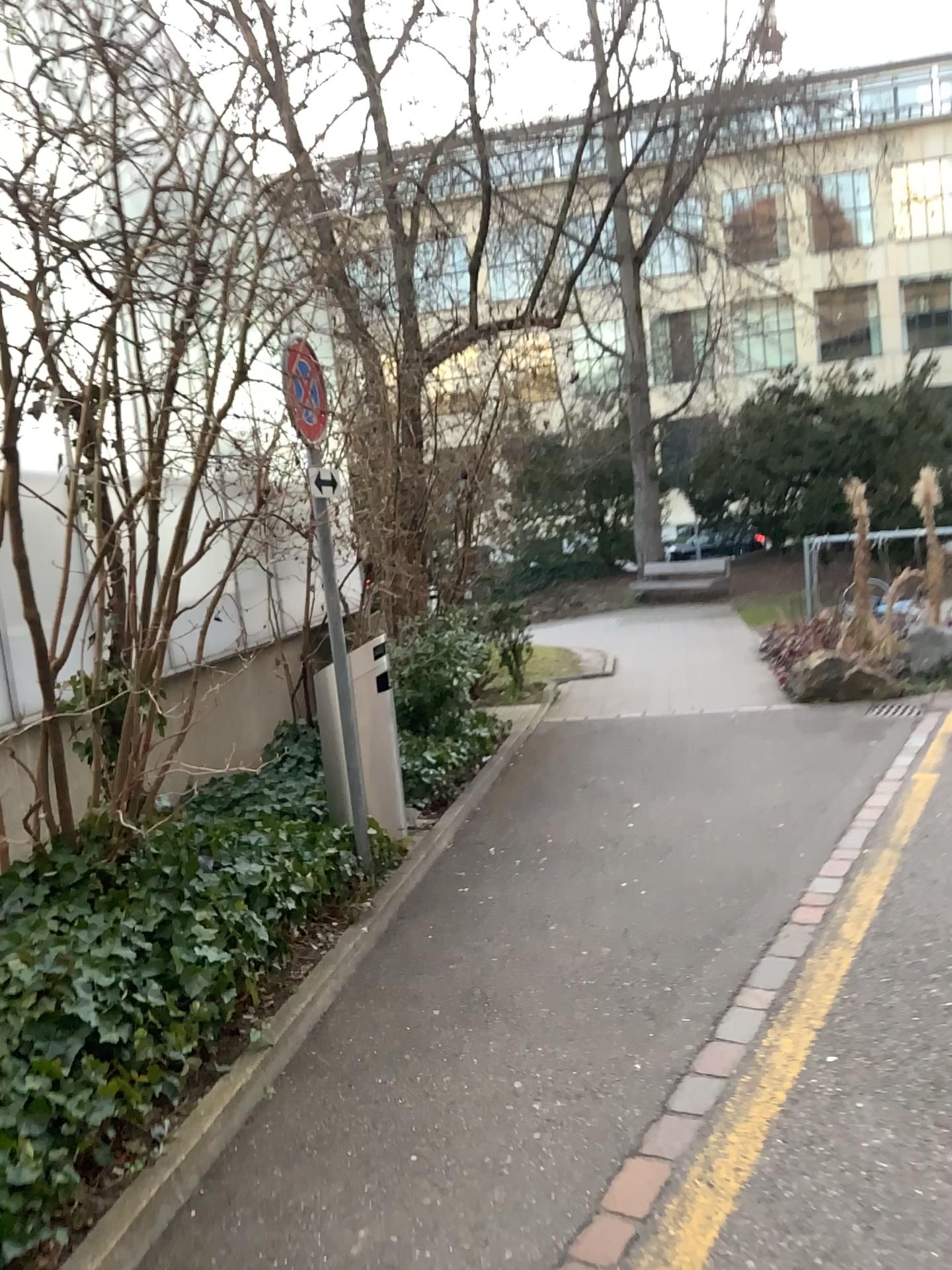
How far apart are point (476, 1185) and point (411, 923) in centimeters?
173cm
